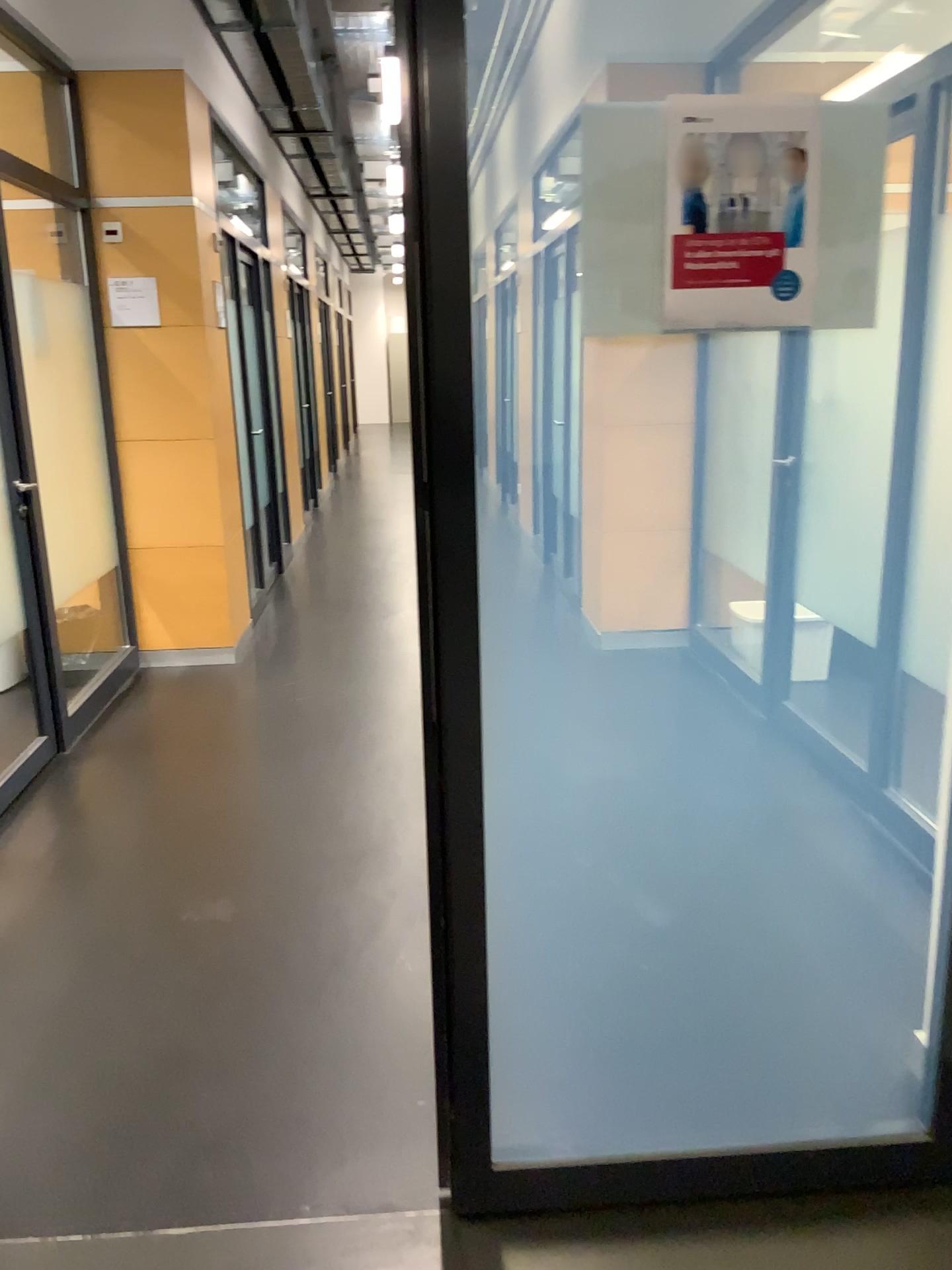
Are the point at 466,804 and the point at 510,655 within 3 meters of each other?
yes

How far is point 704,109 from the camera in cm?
138

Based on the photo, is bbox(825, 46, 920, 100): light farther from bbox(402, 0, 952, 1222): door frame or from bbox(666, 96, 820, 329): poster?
bbox(402, 0, 952, 1222): door frame

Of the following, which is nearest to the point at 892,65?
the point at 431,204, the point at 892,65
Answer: the point at 892,65

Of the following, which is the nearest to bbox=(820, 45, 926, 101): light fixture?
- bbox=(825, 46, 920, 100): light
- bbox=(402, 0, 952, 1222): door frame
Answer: bbox=(825, 46, 920, 100): light

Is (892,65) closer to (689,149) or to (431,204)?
(689,149)

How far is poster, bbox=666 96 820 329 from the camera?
1.38m

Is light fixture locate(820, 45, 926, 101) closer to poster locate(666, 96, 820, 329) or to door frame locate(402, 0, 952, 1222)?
poster locate(666, 96, 820, 329)

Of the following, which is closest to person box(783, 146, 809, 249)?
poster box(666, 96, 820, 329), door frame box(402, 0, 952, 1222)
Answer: poster box(666, 96, 820, 329)

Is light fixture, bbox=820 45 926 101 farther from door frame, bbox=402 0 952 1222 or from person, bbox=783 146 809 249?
door frame, bbox=402 0 952 1222
